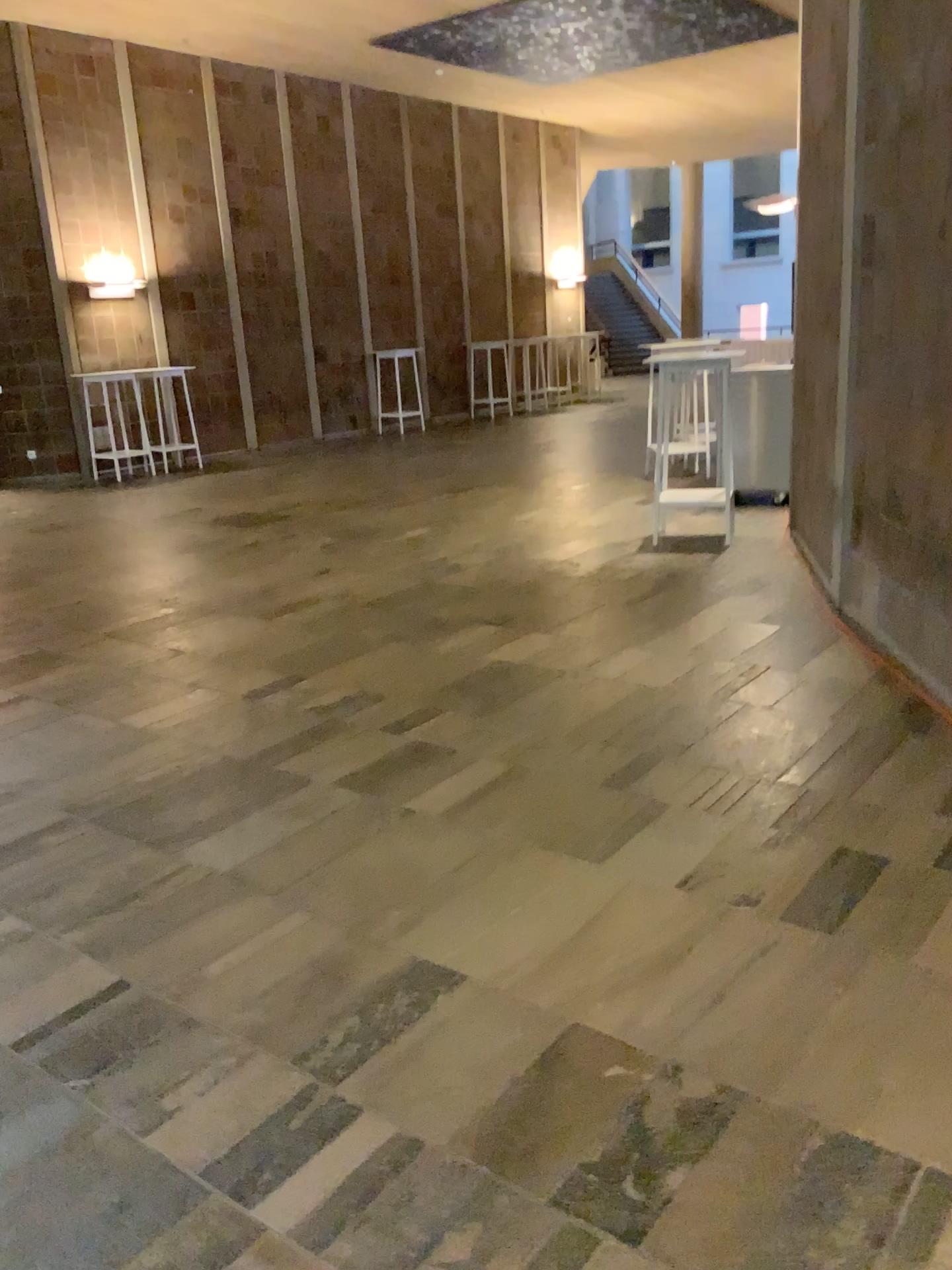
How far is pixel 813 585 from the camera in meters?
5.6 m
